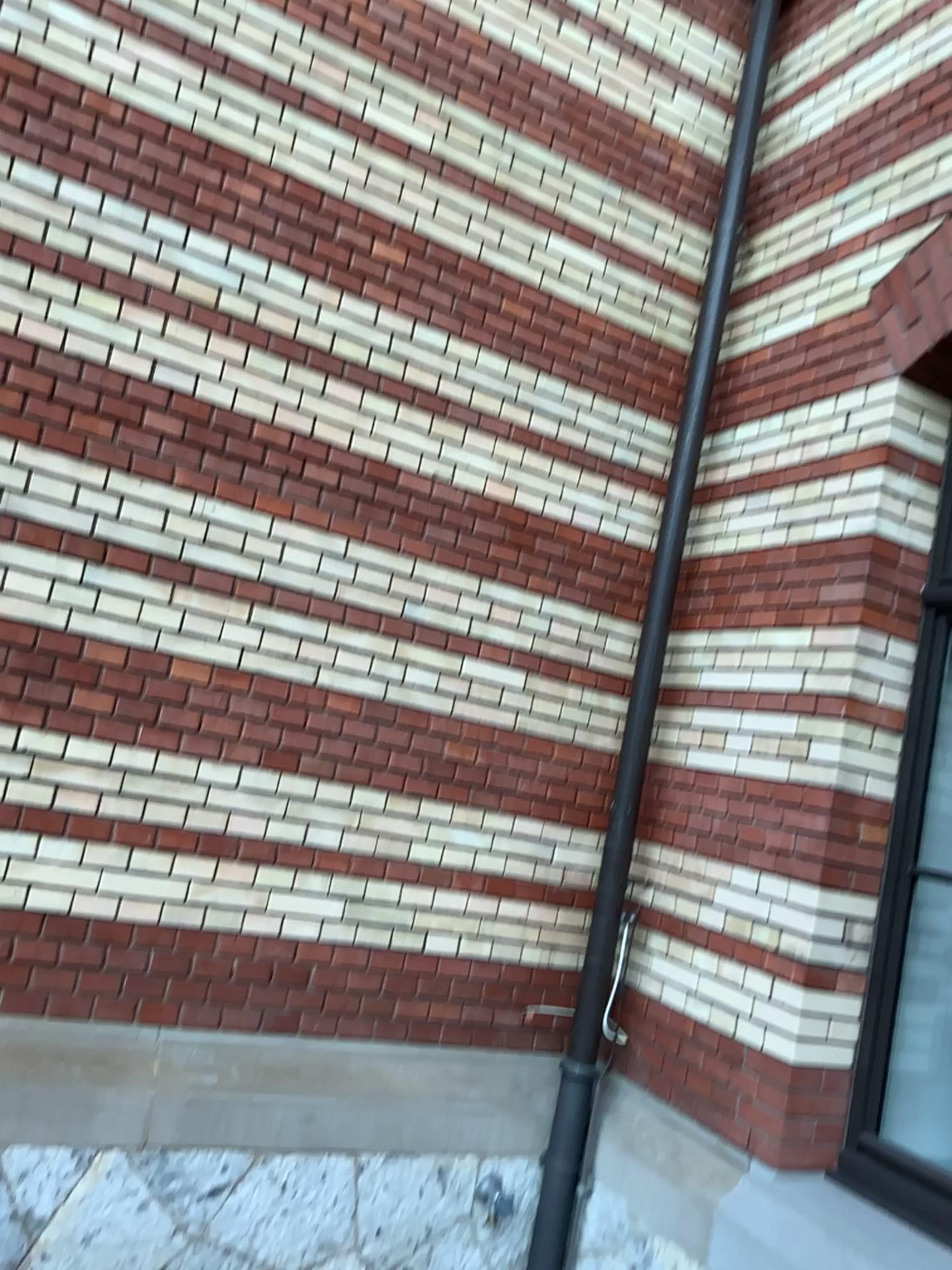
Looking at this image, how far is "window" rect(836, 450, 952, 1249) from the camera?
3.0 meters

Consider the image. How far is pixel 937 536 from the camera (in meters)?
3.02

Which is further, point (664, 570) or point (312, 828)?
point (664, 570)

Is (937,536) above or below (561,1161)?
above
